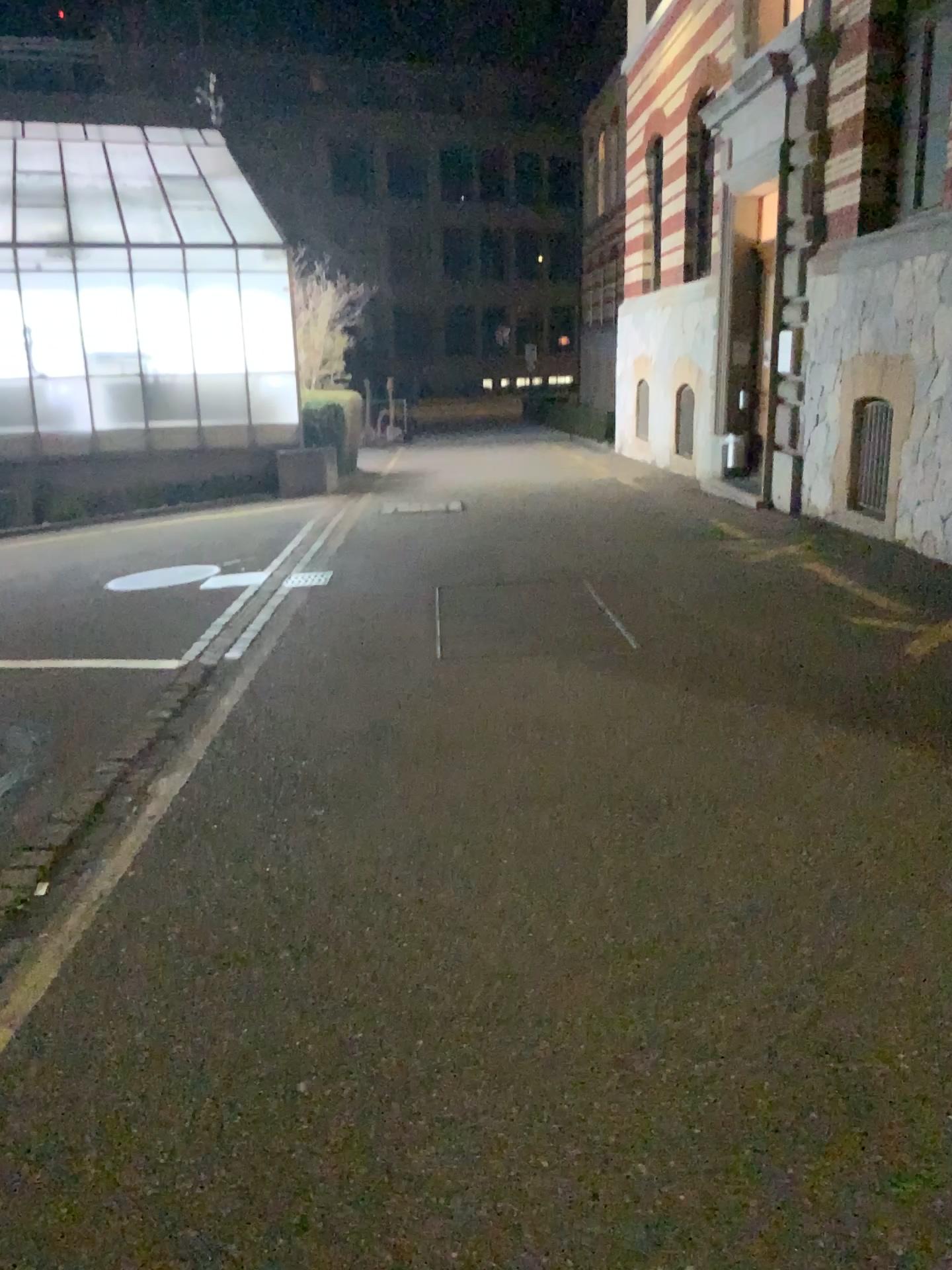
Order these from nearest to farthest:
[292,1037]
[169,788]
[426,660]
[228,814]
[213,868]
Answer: [292,1037], [213,868], [228,814], [169,788], [426,660]
